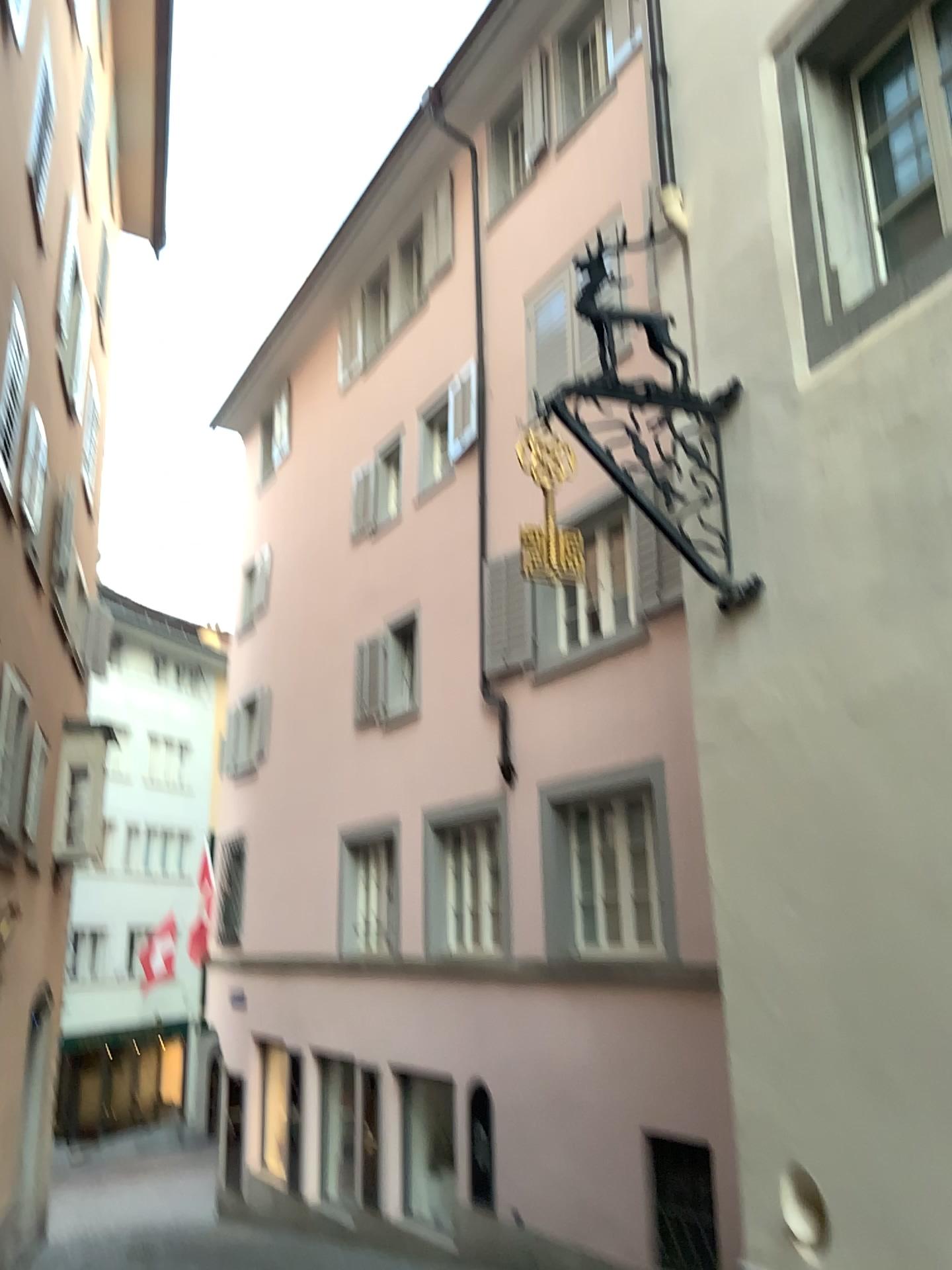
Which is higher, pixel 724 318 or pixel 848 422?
pixel 724 318
